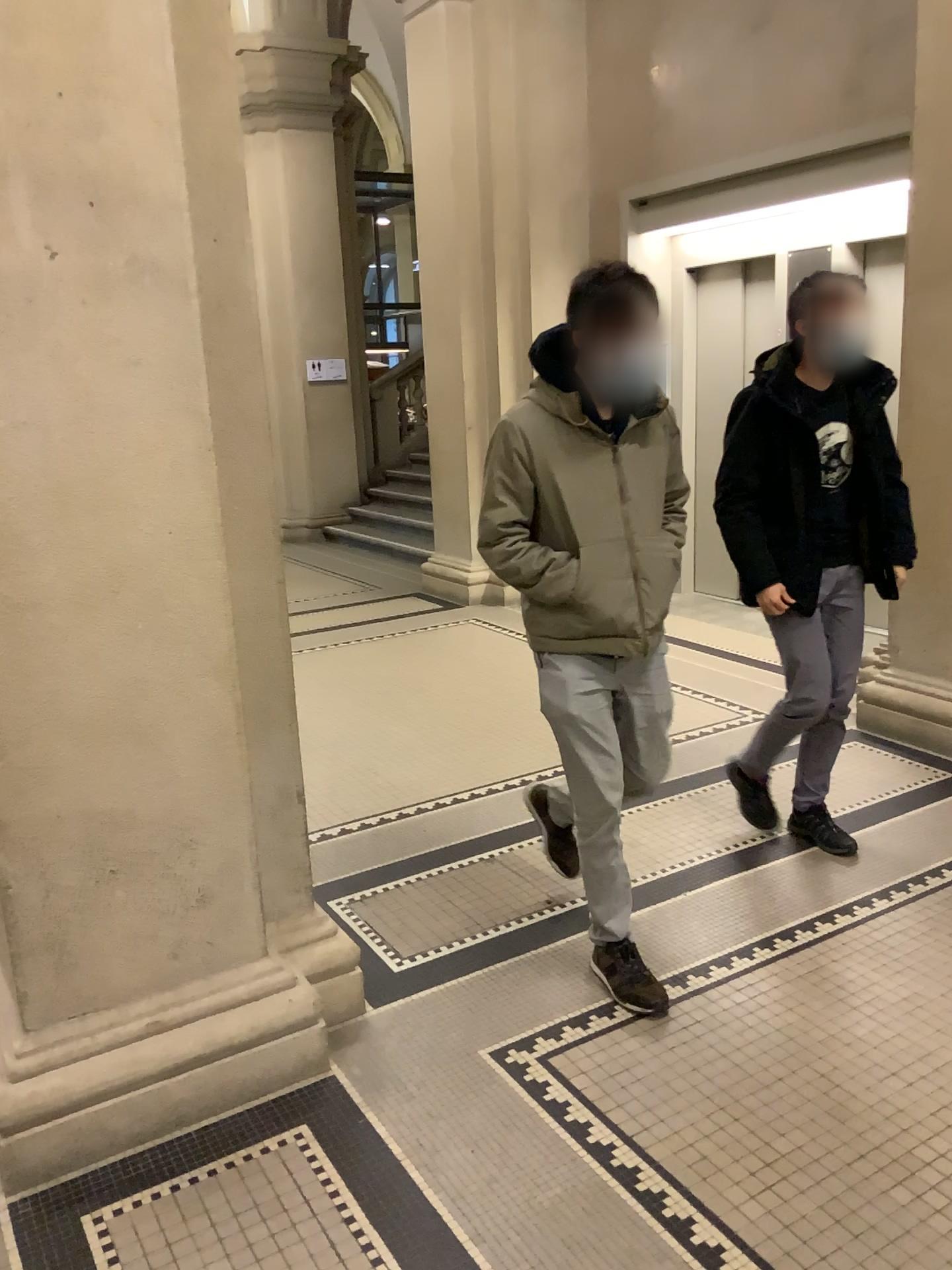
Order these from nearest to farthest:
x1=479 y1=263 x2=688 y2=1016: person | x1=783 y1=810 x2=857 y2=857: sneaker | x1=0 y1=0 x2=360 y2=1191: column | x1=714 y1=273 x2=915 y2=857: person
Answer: x1=0 y1=0 x2=360 y2=1191: column < x1=479 y1=263 x2=688 y2=1016: person < x1=714 y1=273 x2=915 y2=857: person < x1=783 y1=810 x2=857 y2=857: sneaker

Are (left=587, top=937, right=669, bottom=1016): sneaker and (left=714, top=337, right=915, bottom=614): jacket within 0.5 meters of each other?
no

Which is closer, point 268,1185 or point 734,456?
point 268,1185

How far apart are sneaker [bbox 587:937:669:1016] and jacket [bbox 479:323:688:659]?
0.8 meters

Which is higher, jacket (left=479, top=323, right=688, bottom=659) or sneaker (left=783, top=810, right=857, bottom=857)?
jacket (left=479, top=323, right=688, bottom=659)

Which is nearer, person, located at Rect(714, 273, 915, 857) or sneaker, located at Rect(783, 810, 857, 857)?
person, located at Rect(714, 273, 915, 857)

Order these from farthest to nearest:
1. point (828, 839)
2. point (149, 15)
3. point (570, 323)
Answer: point (828, 839), point (570, 323), point (149, 15)

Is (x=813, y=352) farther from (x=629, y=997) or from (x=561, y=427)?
(x=629, y=997)

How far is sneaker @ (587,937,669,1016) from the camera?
2.6m

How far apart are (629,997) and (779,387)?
1.8 meters
